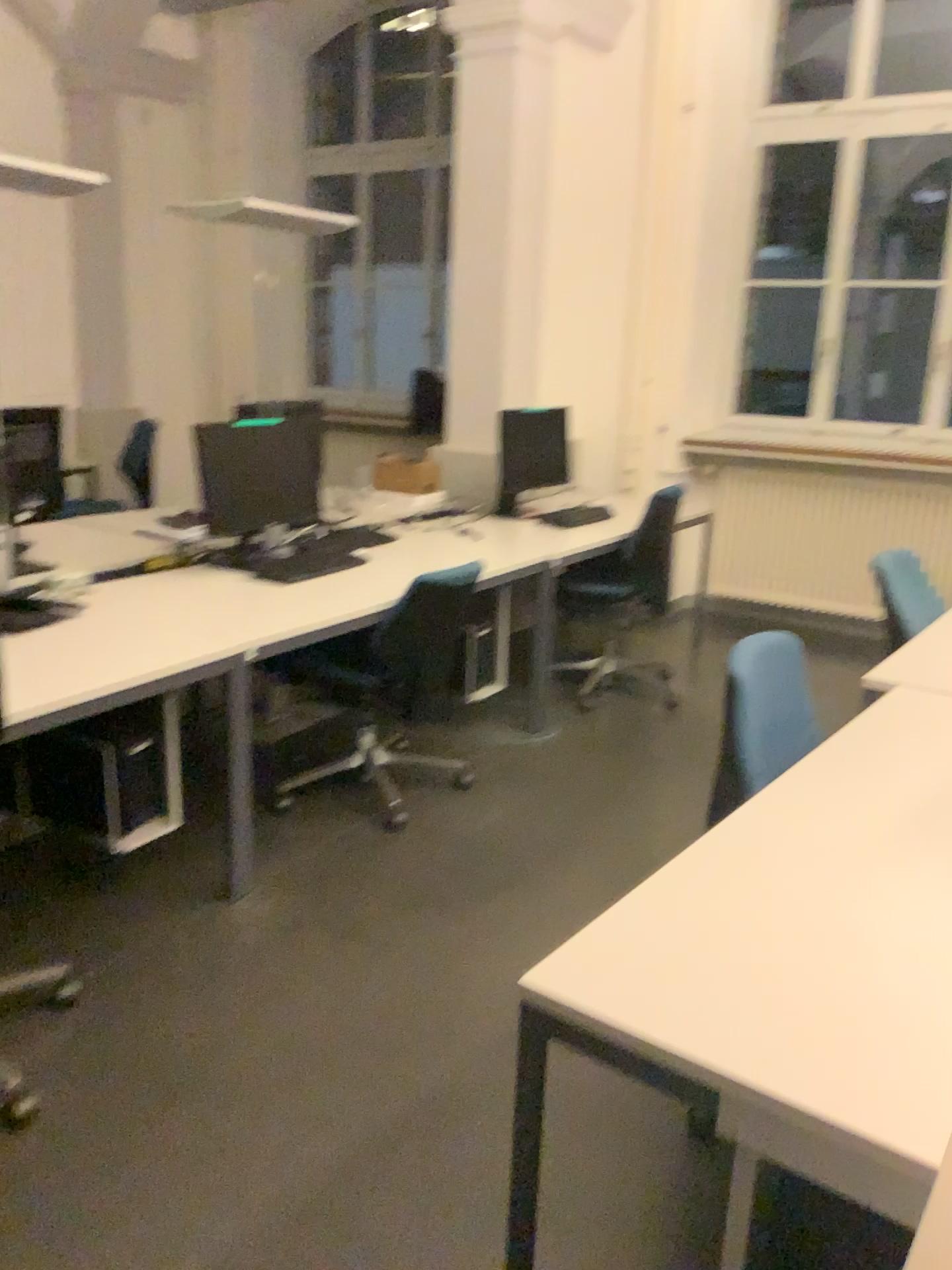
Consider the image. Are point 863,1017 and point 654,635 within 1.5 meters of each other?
no

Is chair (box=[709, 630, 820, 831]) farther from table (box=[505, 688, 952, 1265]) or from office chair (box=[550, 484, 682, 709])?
office chair (box=[550, 484, 682, 709])

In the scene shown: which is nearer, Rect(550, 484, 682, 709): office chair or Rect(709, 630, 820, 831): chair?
Rect(709, 630, 820, 831): chair

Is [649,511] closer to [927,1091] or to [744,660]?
[744,660]

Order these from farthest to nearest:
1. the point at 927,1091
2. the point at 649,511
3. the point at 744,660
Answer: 1. the point at 649,511
2. the point at 744,660
3. the point at 927,1091

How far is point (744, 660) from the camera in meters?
2.1 m

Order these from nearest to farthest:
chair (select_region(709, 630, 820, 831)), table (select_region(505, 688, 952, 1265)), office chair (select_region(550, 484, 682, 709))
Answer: table (select_region(505, 688, 952, 1265))
chair (select_region(709, 630, 820, 831))
office chair (select_region(550, 484, 682, 709))

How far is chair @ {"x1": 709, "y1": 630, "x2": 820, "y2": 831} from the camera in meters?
2.1

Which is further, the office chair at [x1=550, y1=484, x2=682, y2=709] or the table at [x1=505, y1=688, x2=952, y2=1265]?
the office chair at [x1=550, y1=484, x2=682, y2=709]

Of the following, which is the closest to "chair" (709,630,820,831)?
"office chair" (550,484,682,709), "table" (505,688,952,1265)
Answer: "table" (505,688,952,1265)
